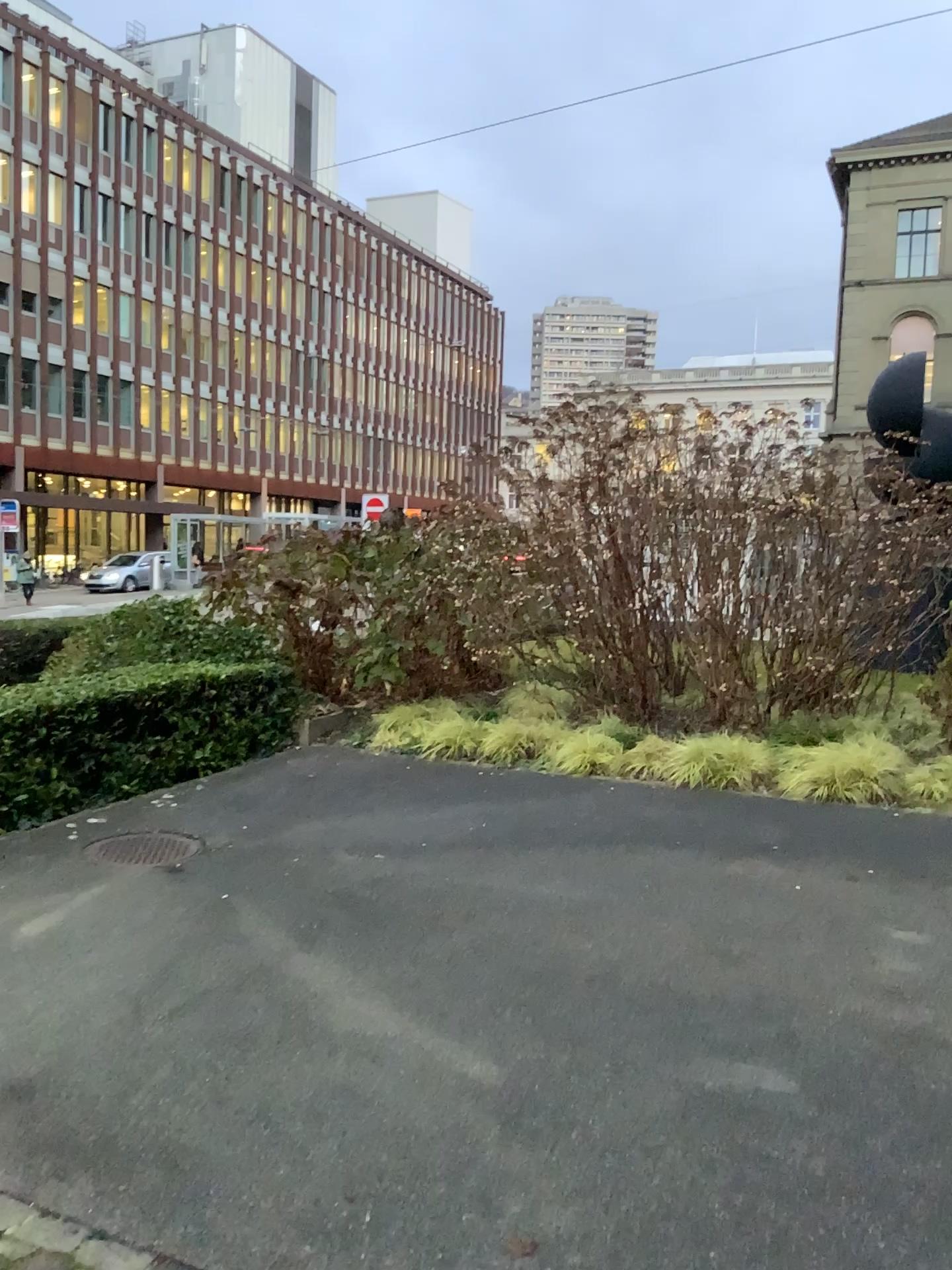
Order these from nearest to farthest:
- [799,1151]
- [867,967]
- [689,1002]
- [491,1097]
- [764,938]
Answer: [799,1151] < [491,1097] < [689,1002] < [867,967] < [764,938]
